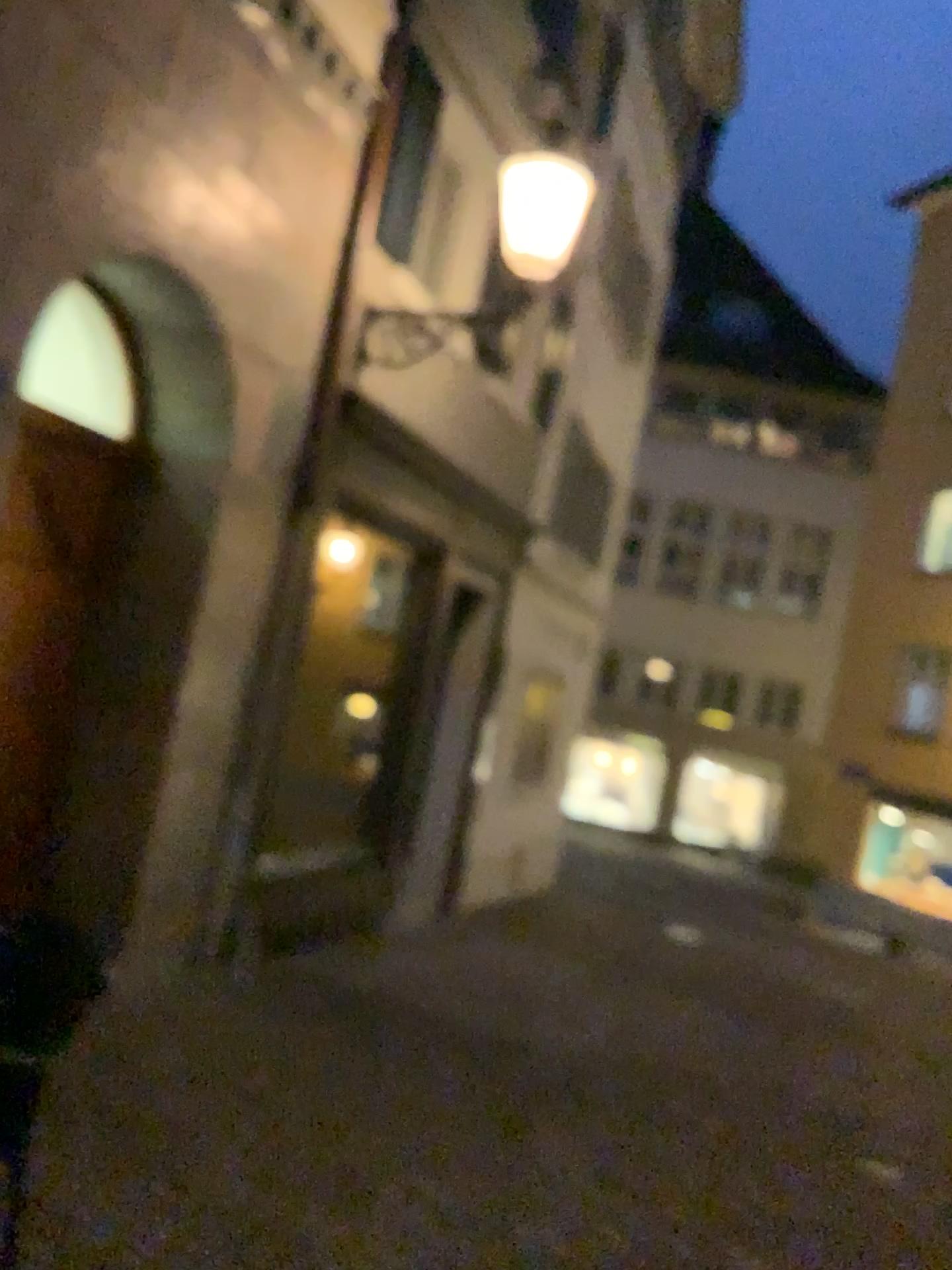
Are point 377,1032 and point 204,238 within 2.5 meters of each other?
no
